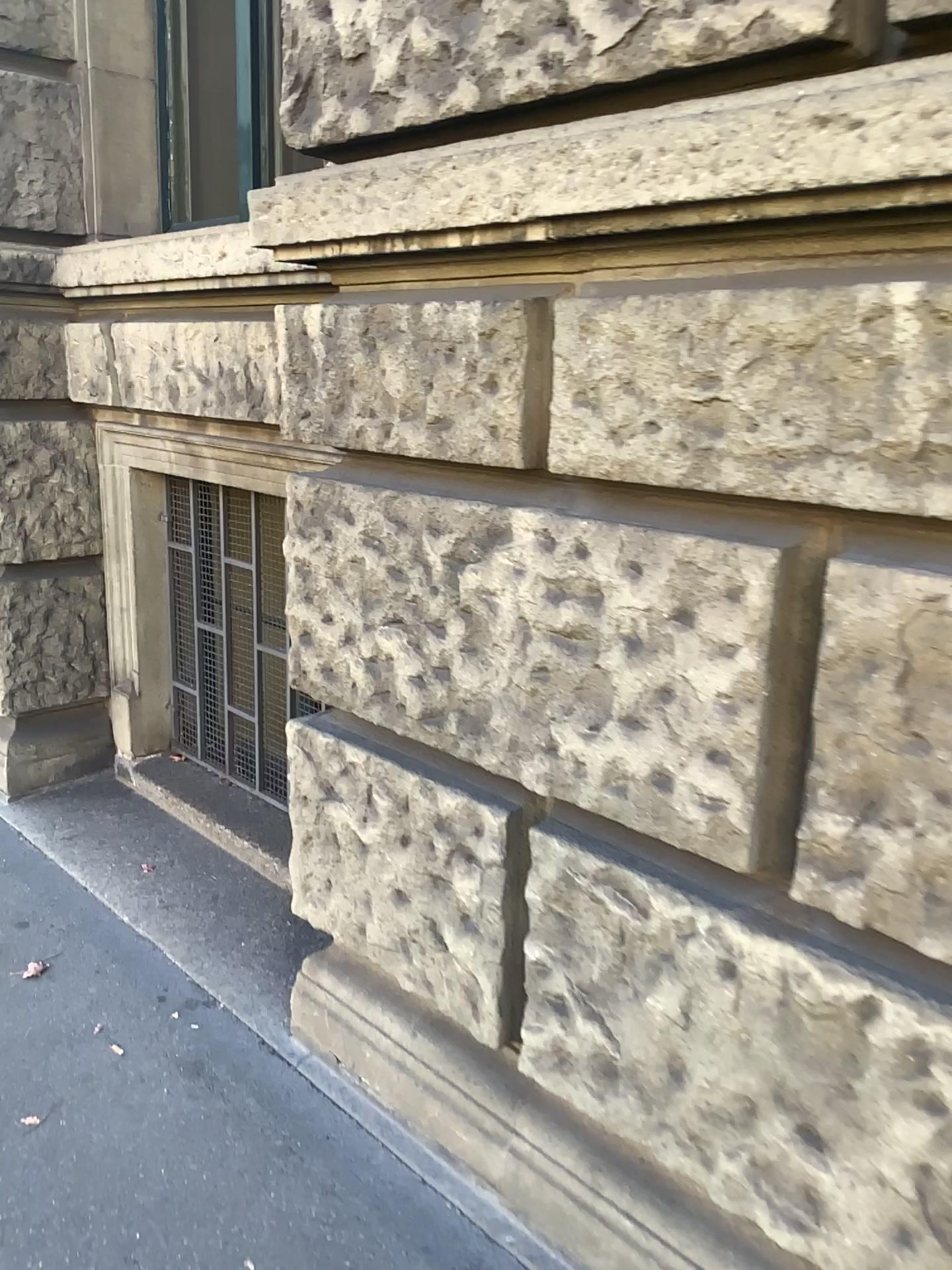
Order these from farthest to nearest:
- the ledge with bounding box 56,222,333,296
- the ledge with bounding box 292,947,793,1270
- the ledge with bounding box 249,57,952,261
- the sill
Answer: the sill, the ledge with bounding box 56,222,333,296, the ledge with bounding box 292,947,793,1270, the ledge with bounding box 249,57,952,261

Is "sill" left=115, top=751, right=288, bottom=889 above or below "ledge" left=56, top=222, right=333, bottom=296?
below

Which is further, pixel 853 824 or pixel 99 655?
pixel 99 655

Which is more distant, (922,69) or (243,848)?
(243,848)

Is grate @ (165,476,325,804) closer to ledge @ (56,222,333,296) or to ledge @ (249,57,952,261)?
ledge @ (56,222,333,296)

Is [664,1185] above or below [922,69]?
below

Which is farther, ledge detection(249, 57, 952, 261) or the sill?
the sill

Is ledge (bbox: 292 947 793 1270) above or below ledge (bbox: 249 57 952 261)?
below

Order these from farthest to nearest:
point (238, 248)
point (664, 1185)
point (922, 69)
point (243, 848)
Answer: point (243, 848), point (238, 248), point (664, 1185), point (922, 69)

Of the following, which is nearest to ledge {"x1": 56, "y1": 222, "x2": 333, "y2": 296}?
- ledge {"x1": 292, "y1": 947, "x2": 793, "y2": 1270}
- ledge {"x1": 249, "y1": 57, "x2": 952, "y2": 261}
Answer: ledge {"x1": 249, "y1": 57, "x2": 952, "y2": 261}
